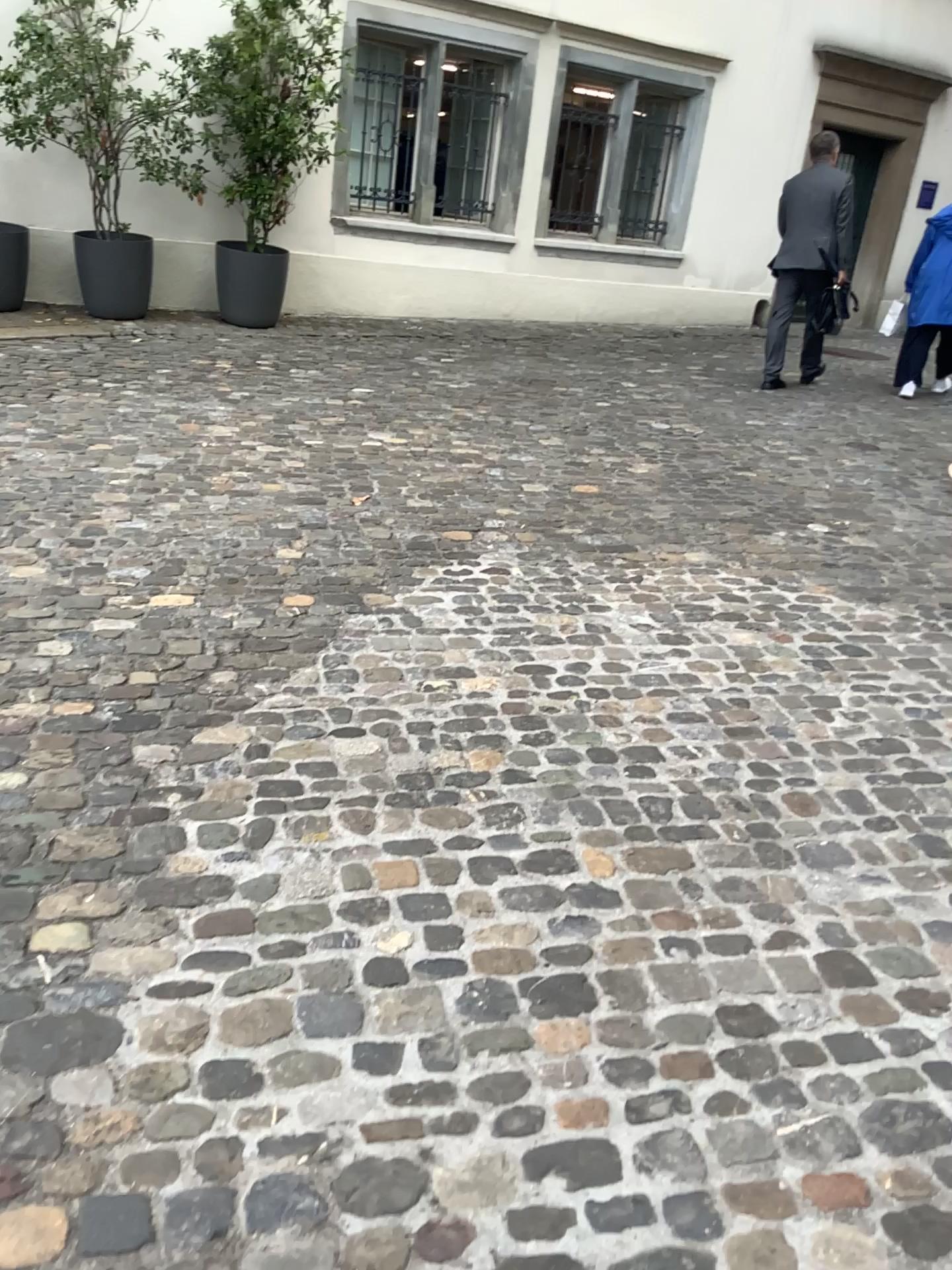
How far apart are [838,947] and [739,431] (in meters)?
4.48
